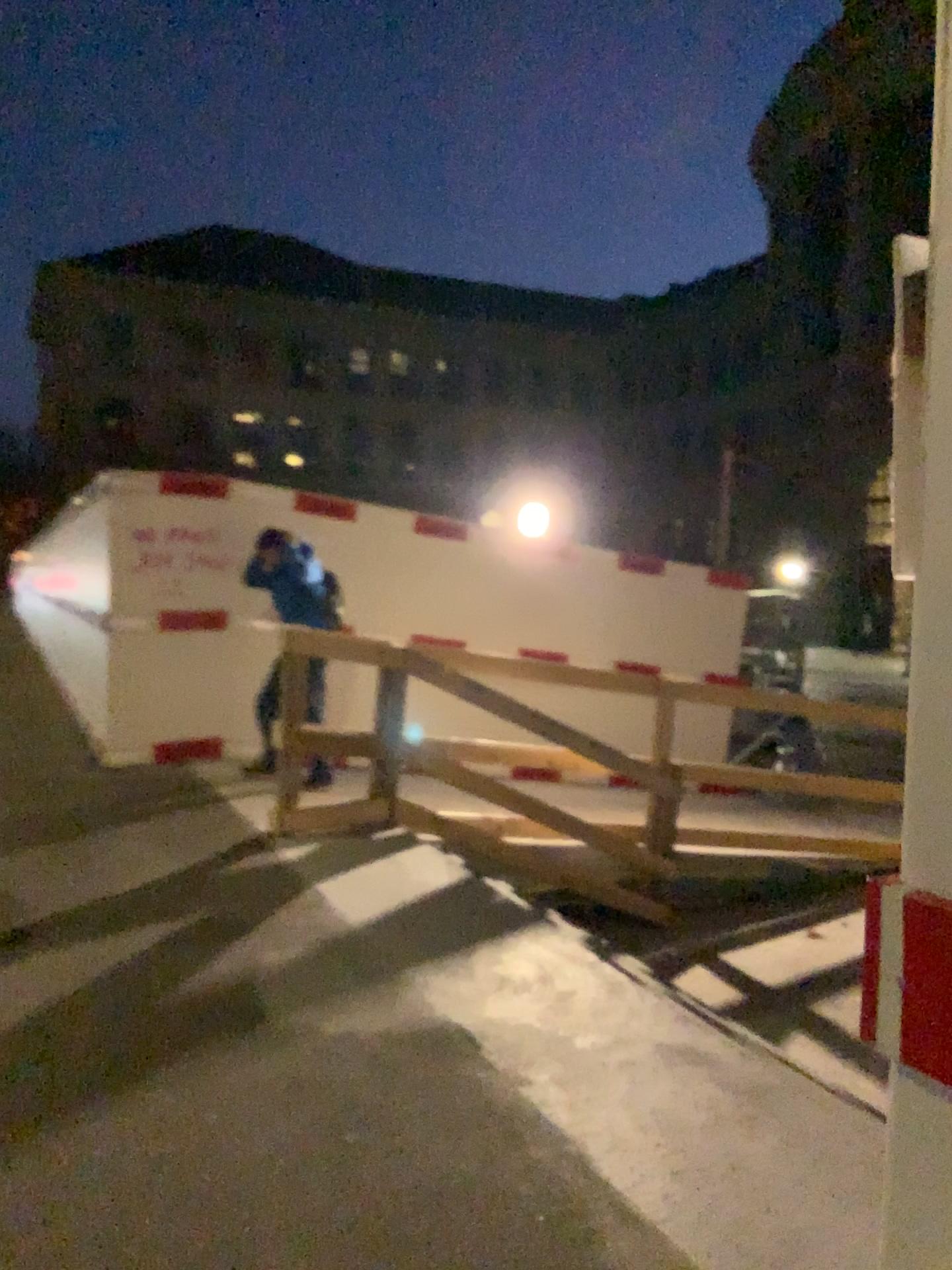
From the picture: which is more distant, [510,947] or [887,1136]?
[510,947]
